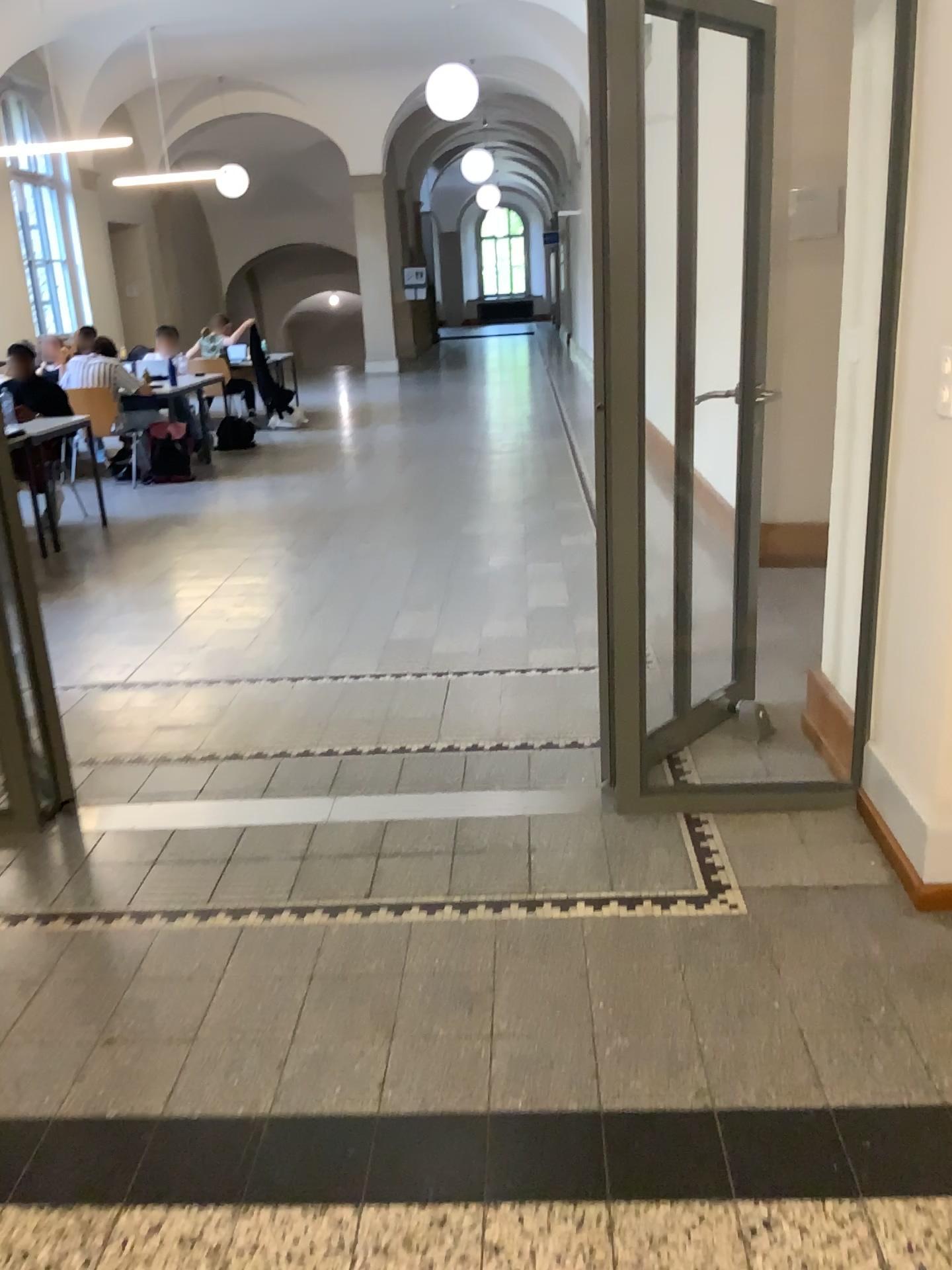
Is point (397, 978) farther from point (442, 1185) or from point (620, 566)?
point (620, 566)
